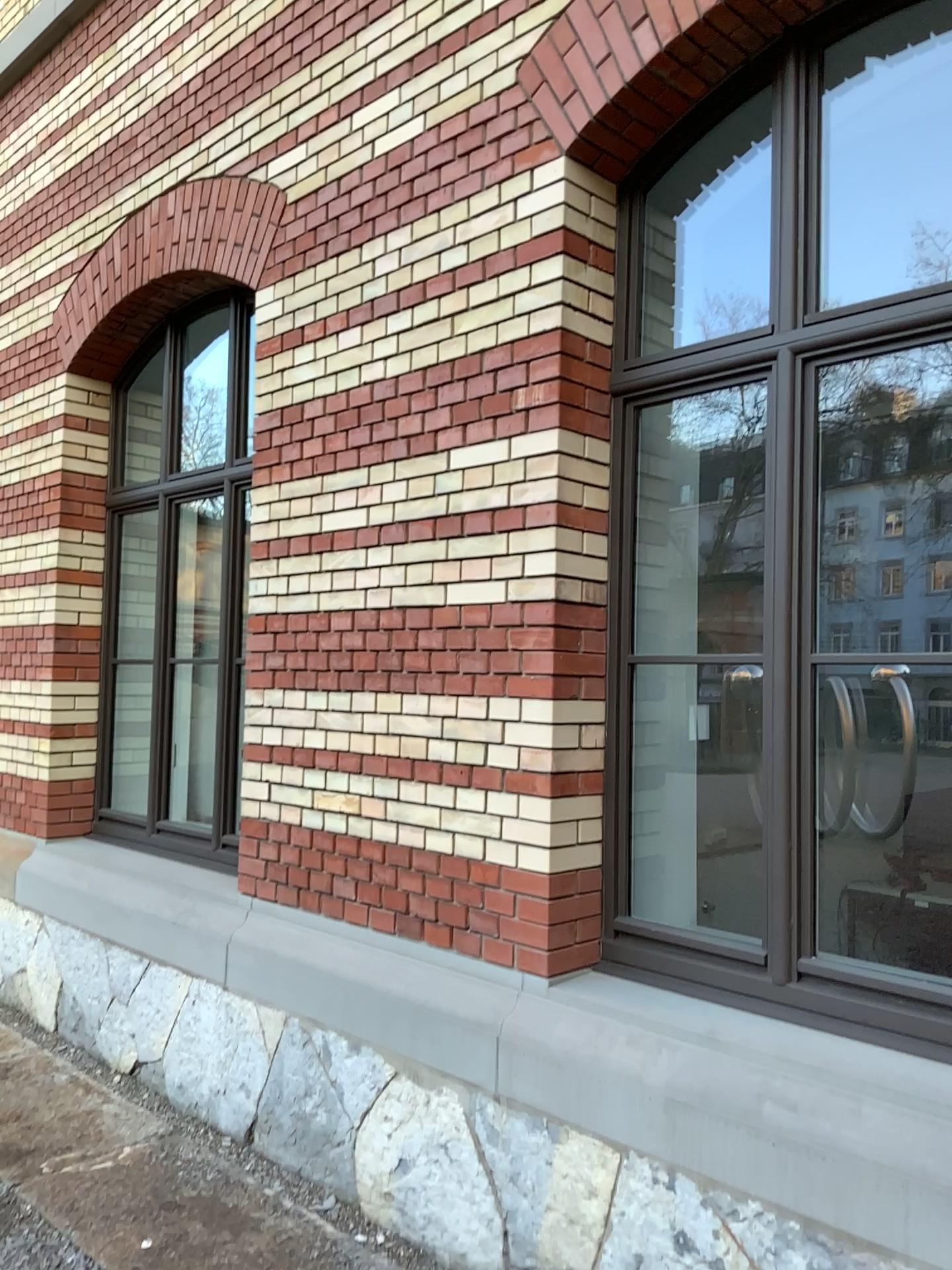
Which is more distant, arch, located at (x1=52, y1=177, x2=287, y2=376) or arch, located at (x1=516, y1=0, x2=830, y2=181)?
arch, located at (x1=52, y1=177, x2=287, y2=376)

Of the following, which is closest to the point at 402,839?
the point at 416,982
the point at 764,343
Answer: the point at 416,982

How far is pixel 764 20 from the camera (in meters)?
2.78

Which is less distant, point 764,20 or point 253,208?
point 764,20

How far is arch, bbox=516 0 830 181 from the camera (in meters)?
2.78
